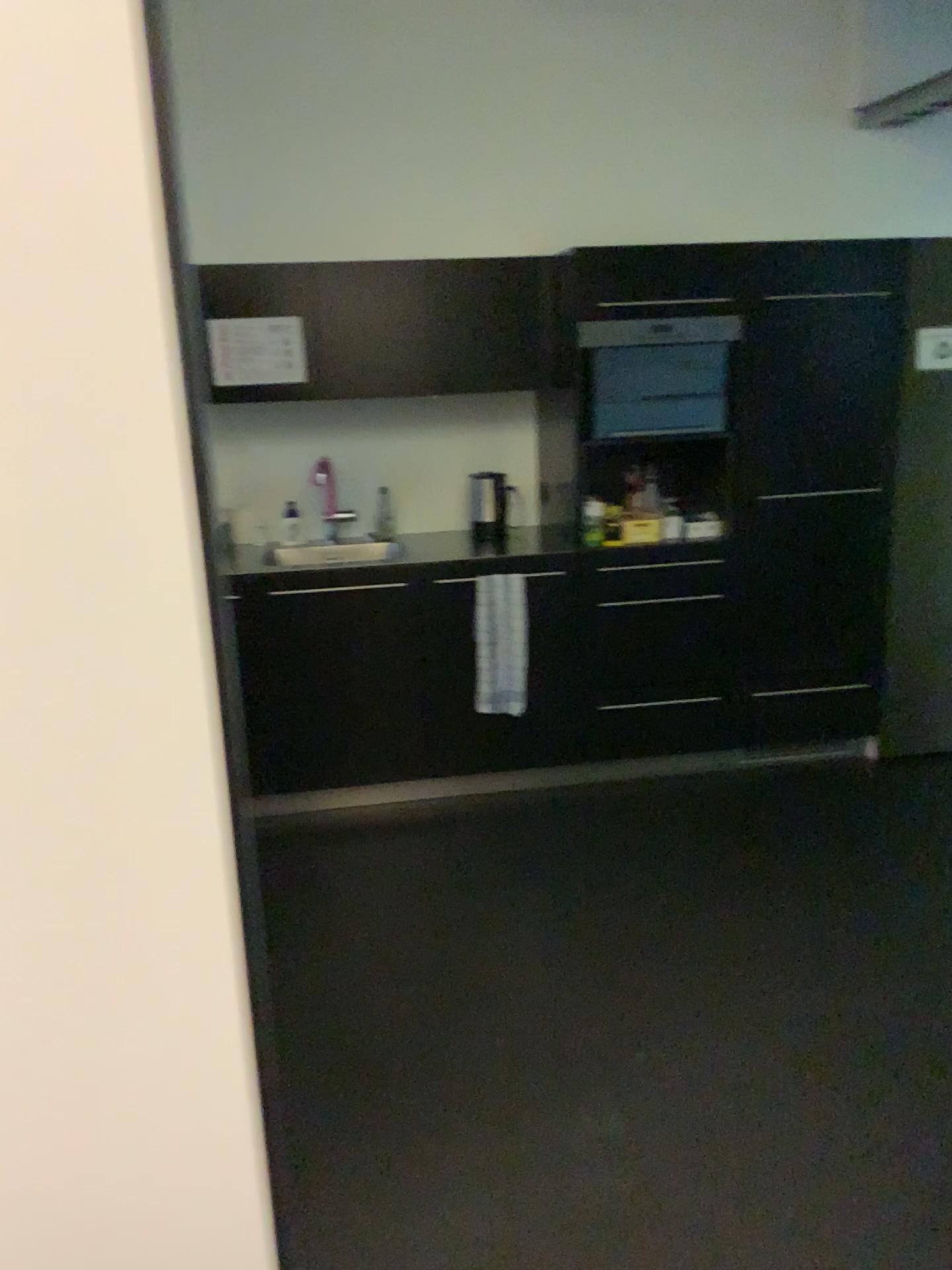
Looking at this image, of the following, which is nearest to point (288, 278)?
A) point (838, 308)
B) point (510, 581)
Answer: → point (510, 581)

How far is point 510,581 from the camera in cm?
360

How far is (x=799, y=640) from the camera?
3.8 meters

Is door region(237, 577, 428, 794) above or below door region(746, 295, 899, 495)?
below

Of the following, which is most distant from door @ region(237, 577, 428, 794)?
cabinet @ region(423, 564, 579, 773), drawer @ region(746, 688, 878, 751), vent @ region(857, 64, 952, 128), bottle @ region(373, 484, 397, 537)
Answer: vent @ region(857, 64, 952, 128)

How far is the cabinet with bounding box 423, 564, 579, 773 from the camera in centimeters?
362cm

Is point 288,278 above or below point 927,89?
below

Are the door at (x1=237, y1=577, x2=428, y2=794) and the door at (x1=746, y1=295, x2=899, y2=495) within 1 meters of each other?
no

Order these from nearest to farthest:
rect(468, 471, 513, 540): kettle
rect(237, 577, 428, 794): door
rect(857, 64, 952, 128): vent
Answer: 1. rect(237, 577, 428, 794): door
2. rect(857, 64, 952, 128): vent
3. rect(468, 471, 513, 540): kettle

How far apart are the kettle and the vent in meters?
1.9 m
